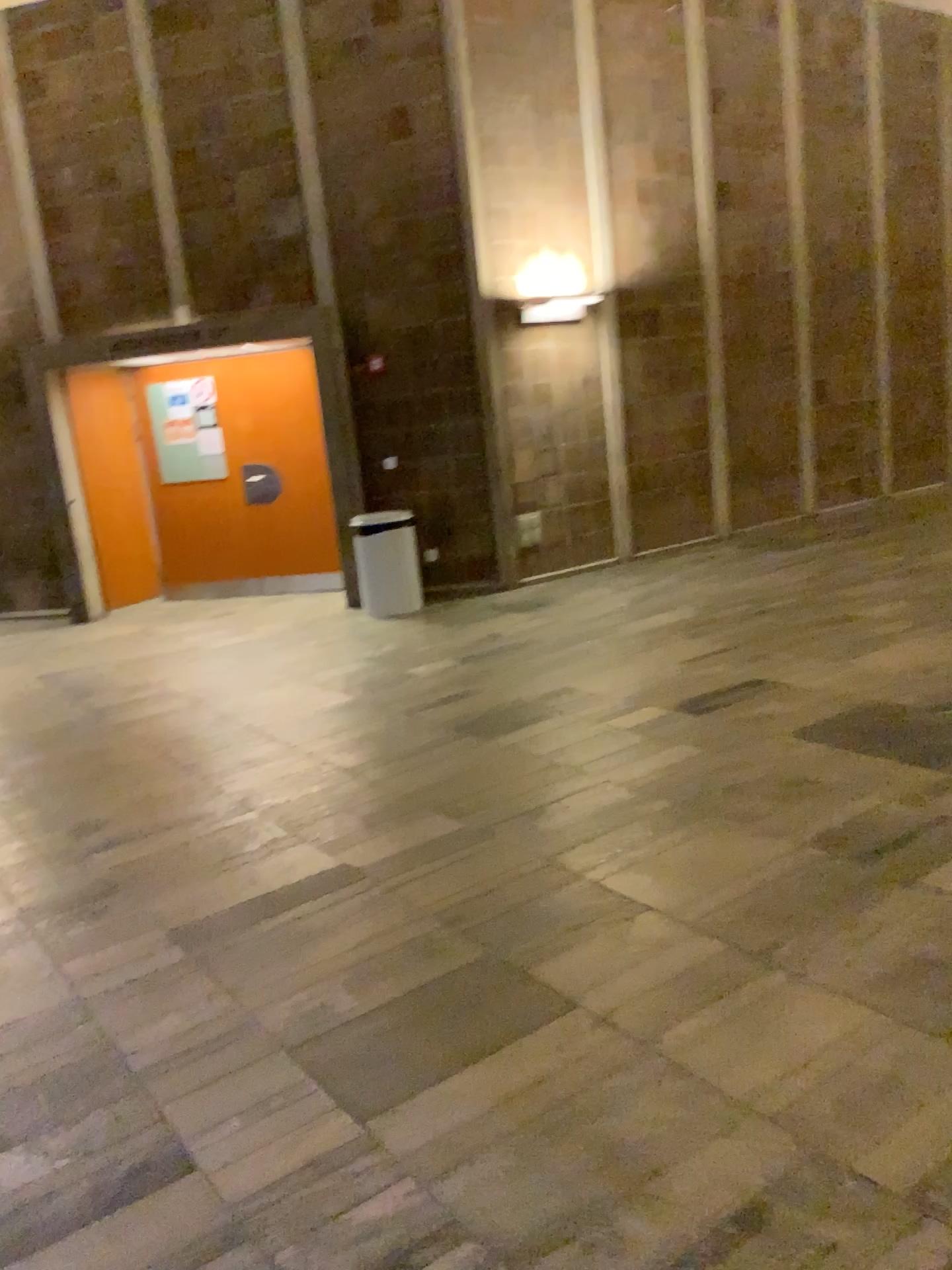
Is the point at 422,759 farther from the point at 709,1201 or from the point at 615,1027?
the point at 709,1201
